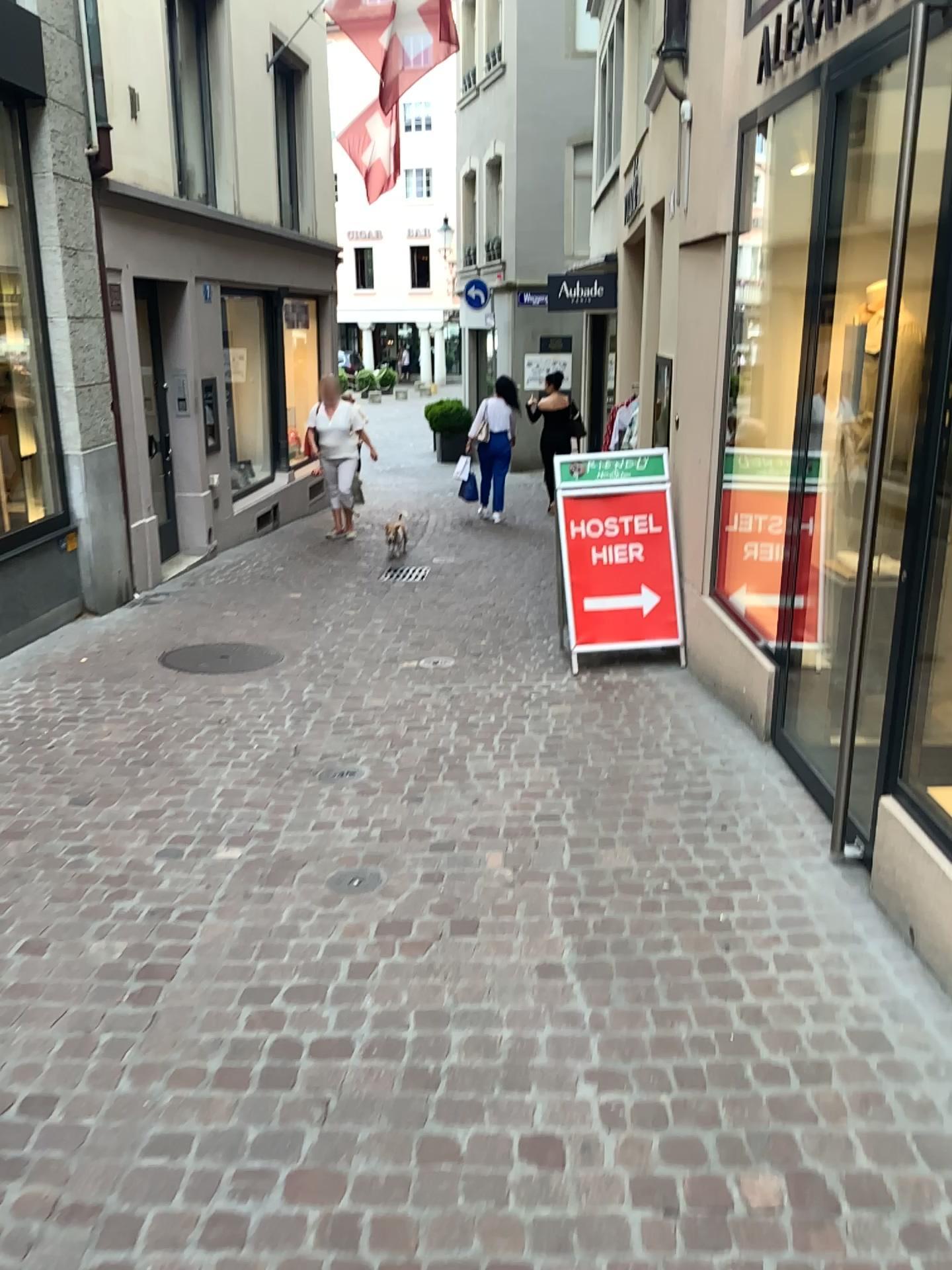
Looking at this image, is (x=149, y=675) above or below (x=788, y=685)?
below
